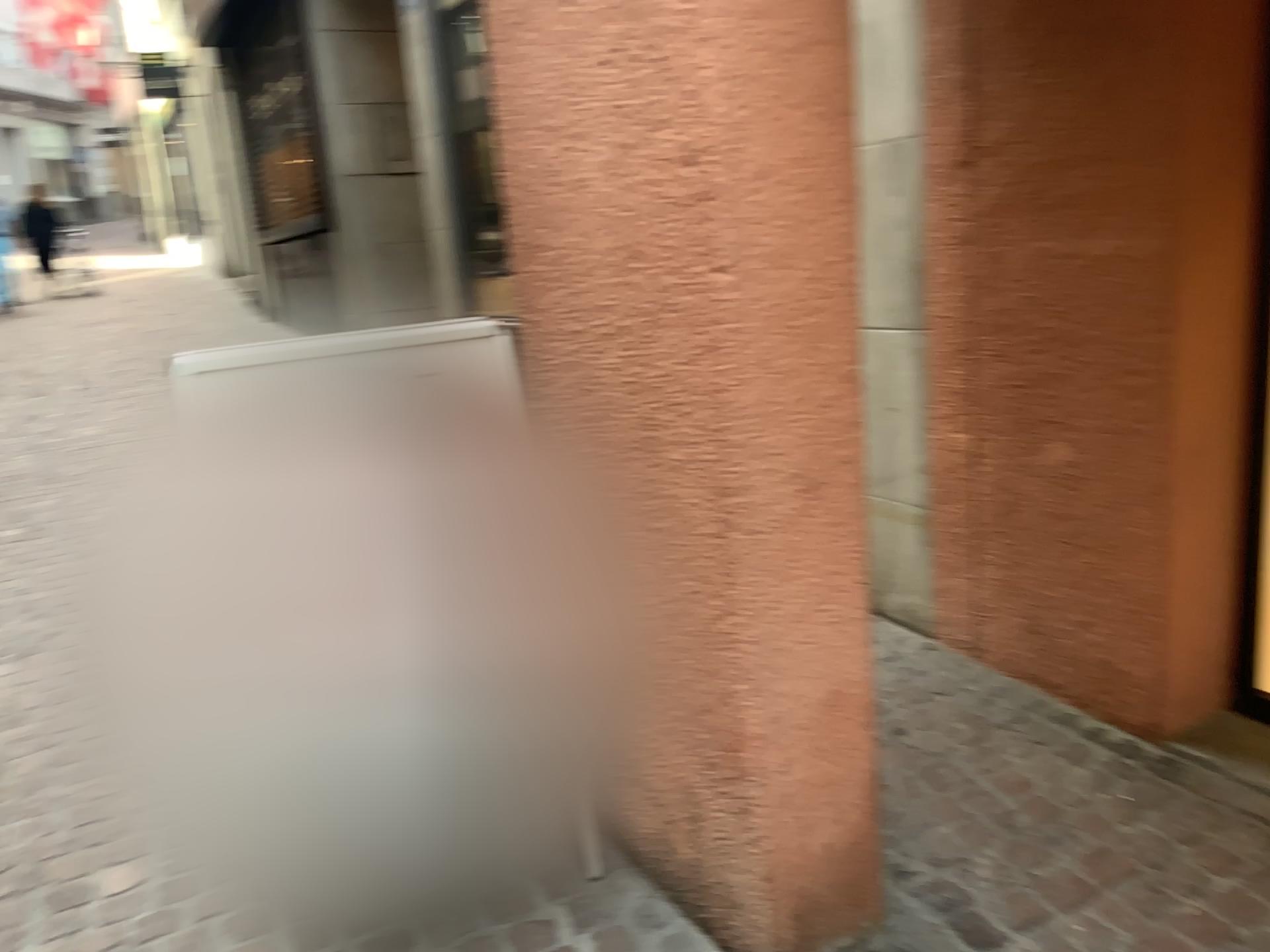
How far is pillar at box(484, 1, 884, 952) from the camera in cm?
160

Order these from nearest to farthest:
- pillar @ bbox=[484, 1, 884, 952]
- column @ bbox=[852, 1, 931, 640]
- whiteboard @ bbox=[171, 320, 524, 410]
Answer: pillar @ bbox=[484, 1, 884, 952], whiteboard @ bbox=[171, 320, 524, 410], column @ bbox=[852, 1, 931, 640]

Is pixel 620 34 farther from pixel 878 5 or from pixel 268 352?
pixel 878 5

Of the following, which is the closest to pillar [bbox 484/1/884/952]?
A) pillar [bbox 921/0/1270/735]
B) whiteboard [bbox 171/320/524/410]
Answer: whiteboard [bbox 171/320/524/410]

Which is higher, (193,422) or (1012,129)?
(1012,129)

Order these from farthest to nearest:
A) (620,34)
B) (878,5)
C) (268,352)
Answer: (878,5)
(268,352)
(620,34)

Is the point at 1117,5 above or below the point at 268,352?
above

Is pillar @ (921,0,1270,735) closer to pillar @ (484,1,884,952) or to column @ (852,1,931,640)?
column @ (852,1,931,640)

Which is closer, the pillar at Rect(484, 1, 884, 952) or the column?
the pillar at Rect(484, 1, 884, 952)

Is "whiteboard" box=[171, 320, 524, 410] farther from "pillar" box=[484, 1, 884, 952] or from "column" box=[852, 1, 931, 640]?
"column" box=[852, 1, 931, 640]
